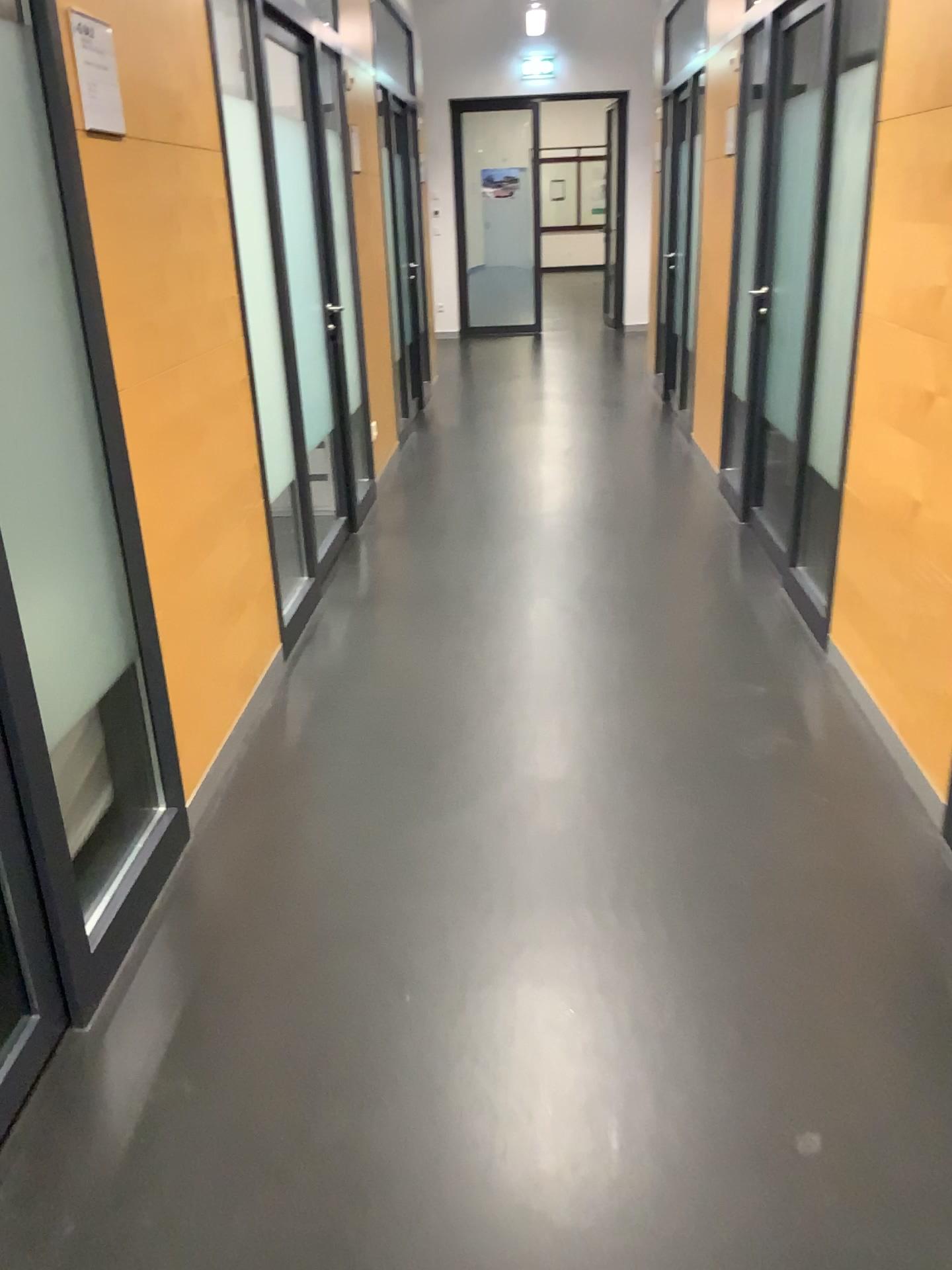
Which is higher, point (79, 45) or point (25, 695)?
point (79, 45)

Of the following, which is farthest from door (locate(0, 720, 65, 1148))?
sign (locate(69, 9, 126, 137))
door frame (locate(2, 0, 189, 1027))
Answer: sign (locate(69, 9, 126, 137))

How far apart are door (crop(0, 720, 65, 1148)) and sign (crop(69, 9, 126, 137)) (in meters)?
1.28

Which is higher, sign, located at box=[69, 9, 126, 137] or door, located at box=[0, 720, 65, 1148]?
sign, located at box=[69, 9, 126, 137]

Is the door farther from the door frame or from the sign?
the sign

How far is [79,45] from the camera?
2.01m

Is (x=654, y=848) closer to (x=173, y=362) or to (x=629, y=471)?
(x=173, y=362)

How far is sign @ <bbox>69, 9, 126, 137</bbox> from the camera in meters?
2.0 m

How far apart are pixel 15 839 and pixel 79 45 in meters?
1.5
